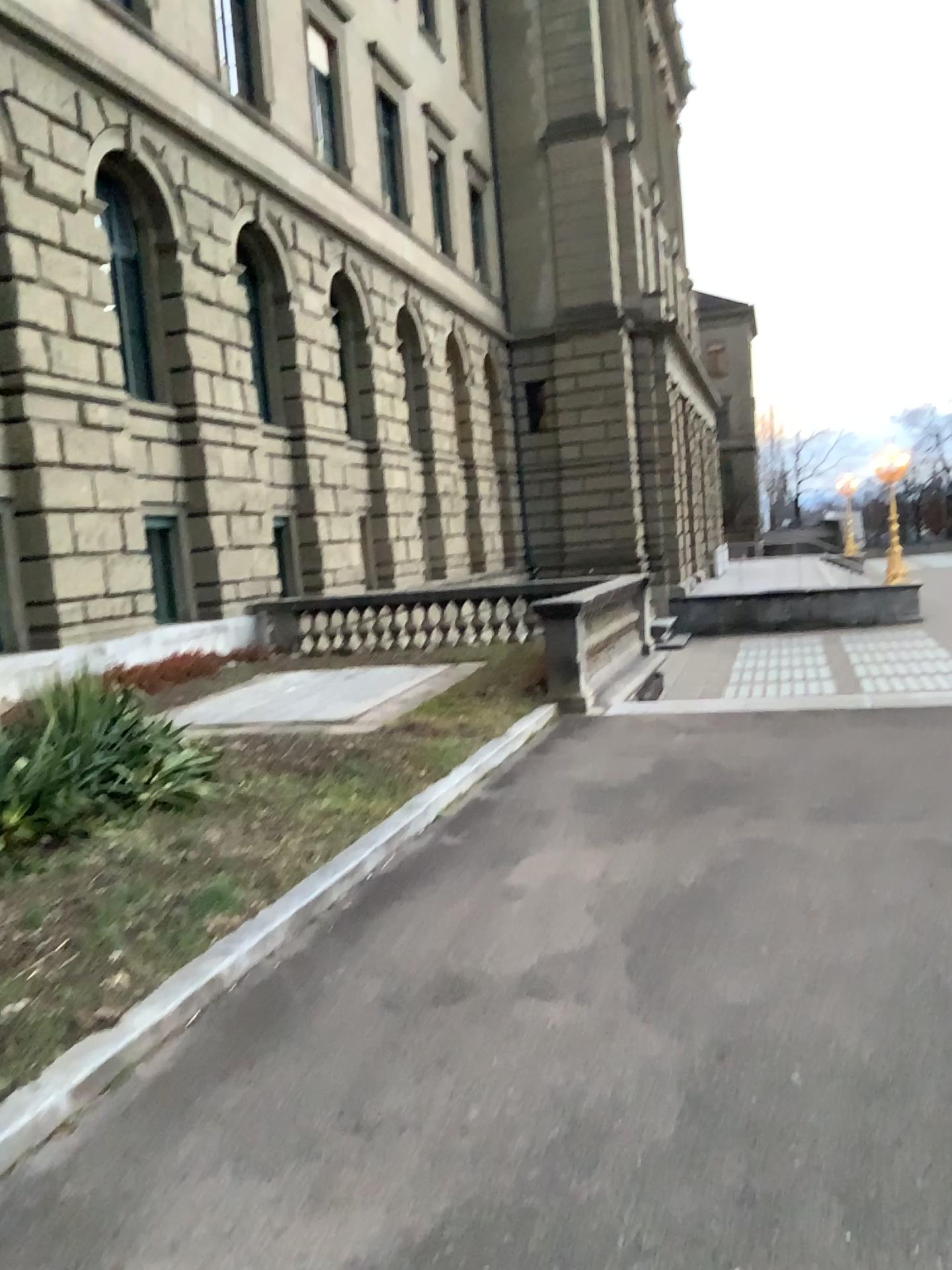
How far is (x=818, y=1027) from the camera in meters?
3.3
